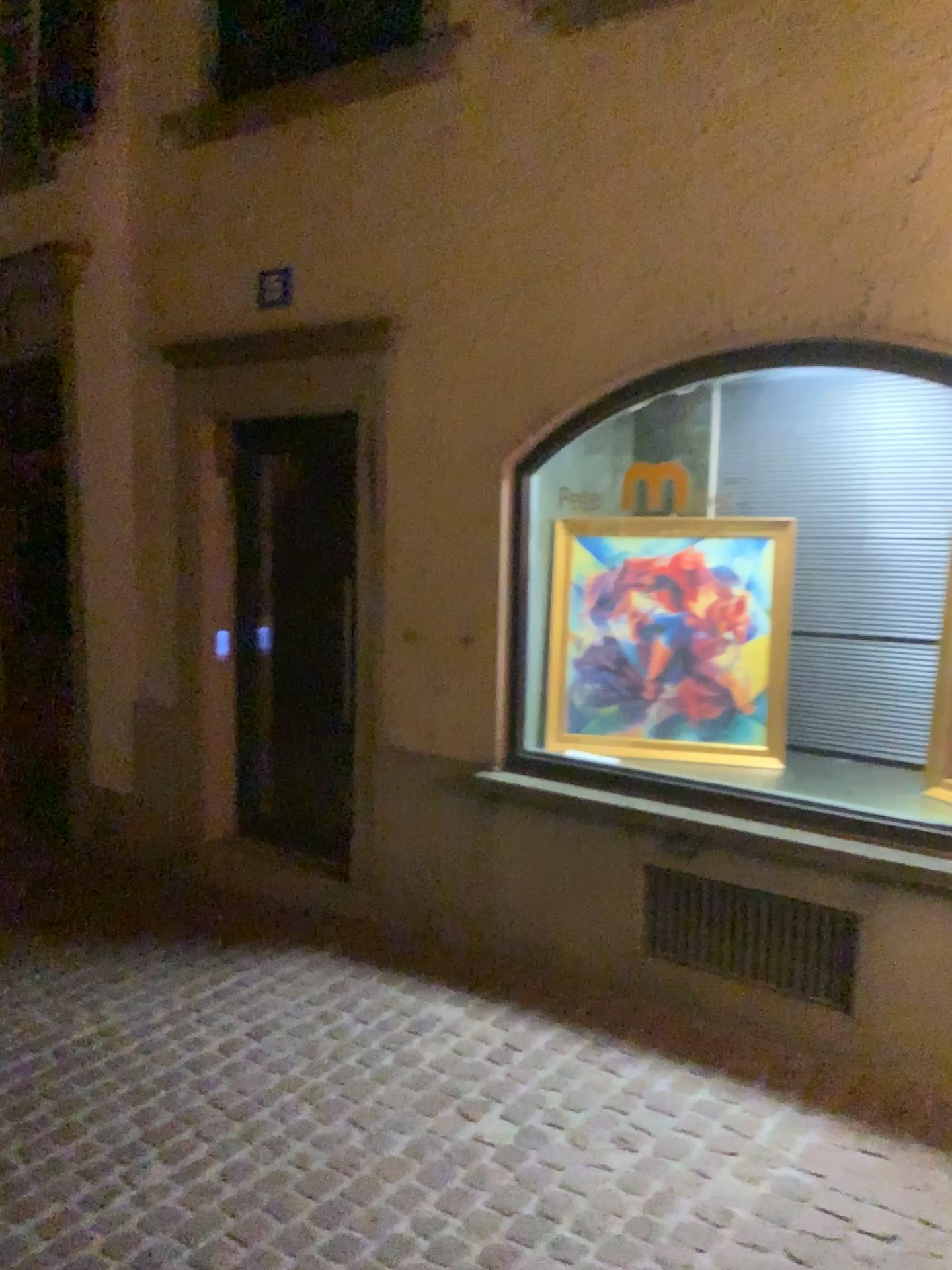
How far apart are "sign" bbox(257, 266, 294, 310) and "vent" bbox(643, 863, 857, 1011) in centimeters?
269cm

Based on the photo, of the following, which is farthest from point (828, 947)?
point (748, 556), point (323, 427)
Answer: point (323, 427)

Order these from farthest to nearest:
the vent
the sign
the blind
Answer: the sign < the blind < the vent

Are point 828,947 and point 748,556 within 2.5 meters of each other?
yes

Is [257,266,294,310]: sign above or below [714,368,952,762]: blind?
above

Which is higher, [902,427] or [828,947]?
[902,427]

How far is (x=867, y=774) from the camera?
3.91m

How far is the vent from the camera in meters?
3.3

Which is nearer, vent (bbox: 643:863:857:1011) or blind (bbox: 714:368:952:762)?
vent (bbox: 643:863:857:1011)

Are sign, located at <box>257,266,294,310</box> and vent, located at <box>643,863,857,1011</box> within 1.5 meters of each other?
no
